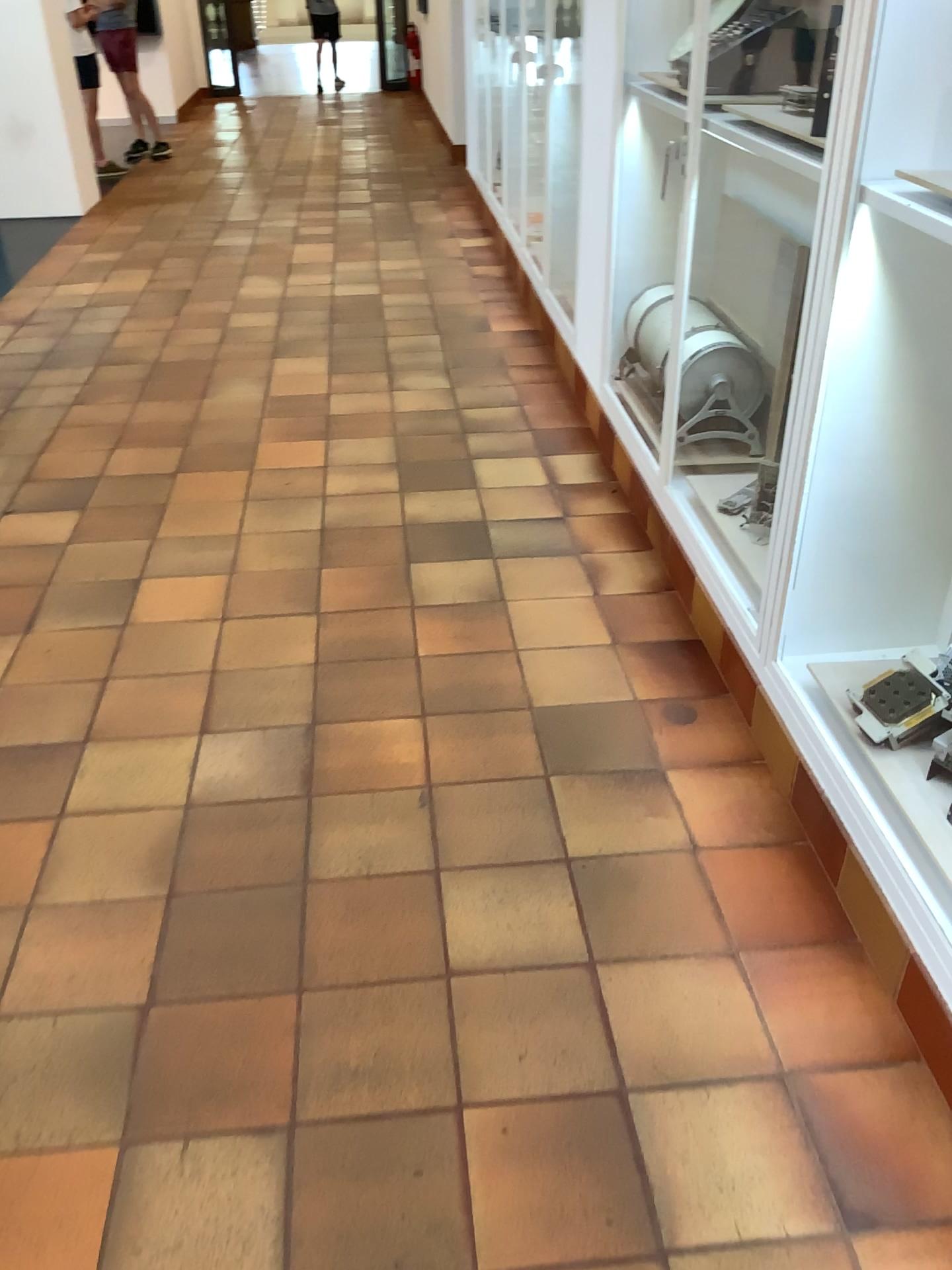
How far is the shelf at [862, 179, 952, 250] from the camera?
1.7 meters

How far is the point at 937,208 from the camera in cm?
174

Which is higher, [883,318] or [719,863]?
[883,318]
